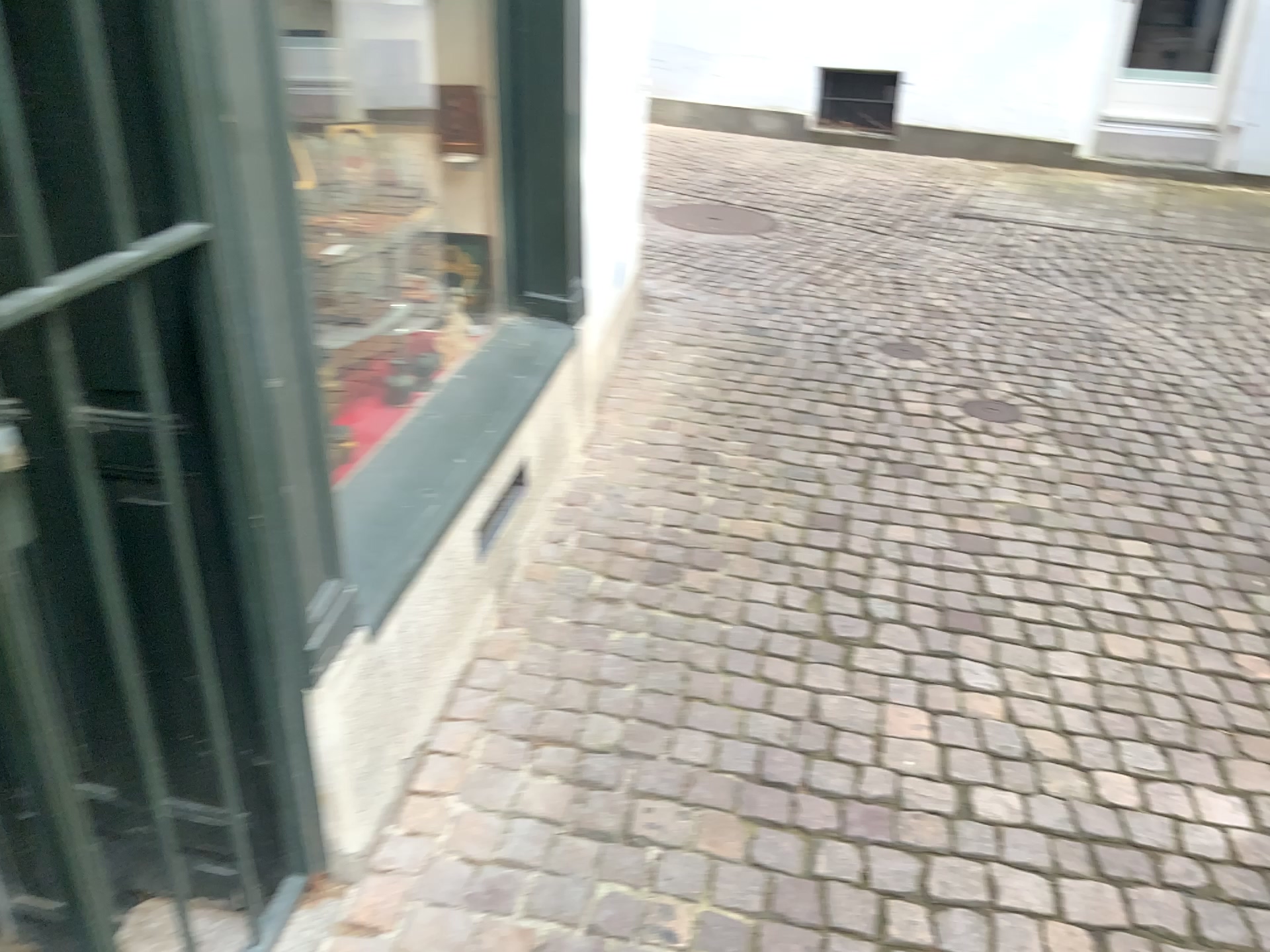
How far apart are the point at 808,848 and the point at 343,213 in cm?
181

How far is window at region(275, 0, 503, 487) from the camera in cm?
255

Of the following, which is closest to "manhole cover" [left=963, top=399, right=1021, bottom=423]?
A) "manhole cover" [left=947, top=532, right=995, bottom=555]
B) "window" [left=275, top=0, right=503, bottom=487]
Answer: "manhole cover" [left=947, top=532, right=995, bottom=555]

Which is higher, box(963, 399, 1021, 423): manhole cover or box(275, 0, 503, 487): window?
box(275, 0, 503, 487): window

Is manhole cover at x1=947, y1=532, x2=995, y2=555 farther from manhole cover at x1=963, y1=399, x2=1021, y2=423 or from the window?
the window

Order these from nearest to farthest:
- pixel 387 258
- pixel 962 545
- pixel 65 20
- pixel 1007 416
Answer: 1. pixel 65 20
2. pixel 387 258
3. pixel 962 545
4. pixel 1007 416

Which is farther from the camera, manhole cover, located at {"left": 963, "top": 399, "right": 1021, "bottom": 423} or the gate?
manhole cover, located at {"left": 963, "top": 399, "right": 1021, "bottom": 423}

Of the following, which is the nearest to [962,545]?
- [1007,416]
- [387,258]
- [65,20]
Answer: [1007,416]

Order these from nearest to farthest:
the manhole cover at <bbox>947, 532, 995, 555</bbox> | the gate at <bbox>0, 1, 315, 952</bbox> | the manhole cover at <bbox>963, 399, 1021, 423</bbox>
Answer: the gate at <bbox>0, 1, 315, 952</bbox>
the manhole cover at <bbox>947, 532, 995, 555</bbox>
the manhole cover at <bbox>963, 399, 1021, 423</bbox>

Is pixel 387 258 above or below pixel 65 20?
below
